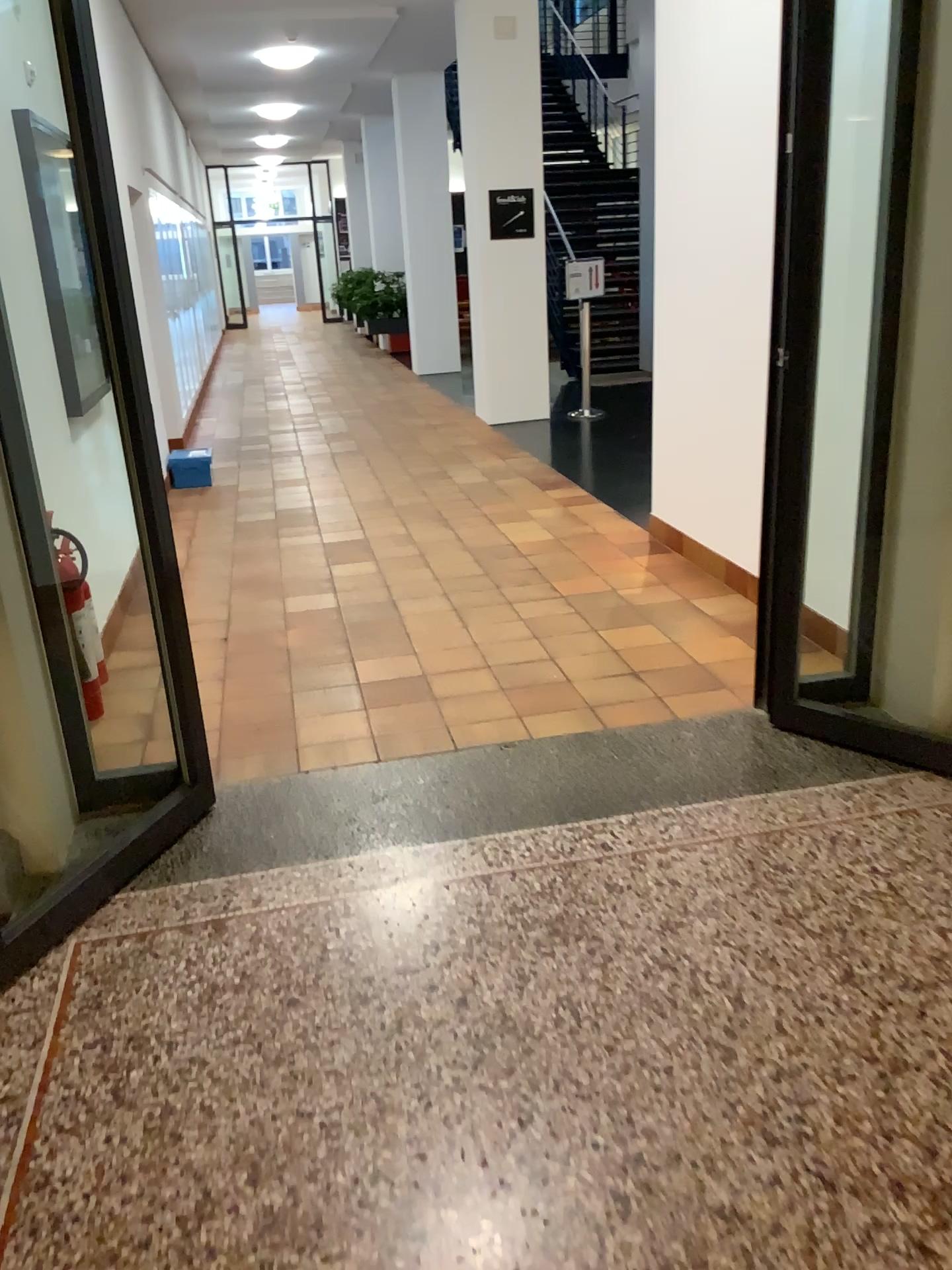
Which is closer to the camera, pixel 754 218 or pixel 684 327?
pixel 754 218
